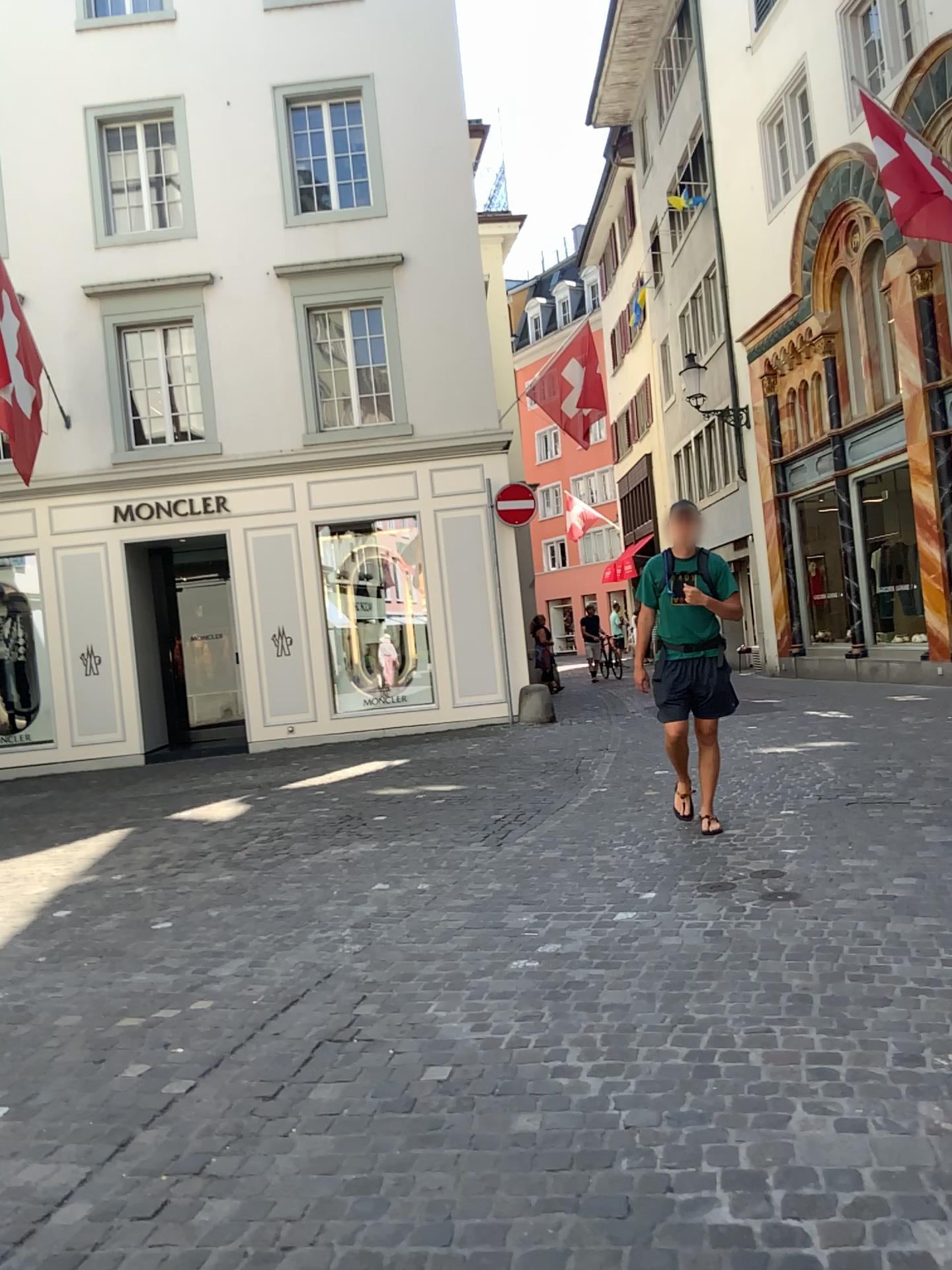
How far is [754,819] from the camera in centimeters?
593cm
